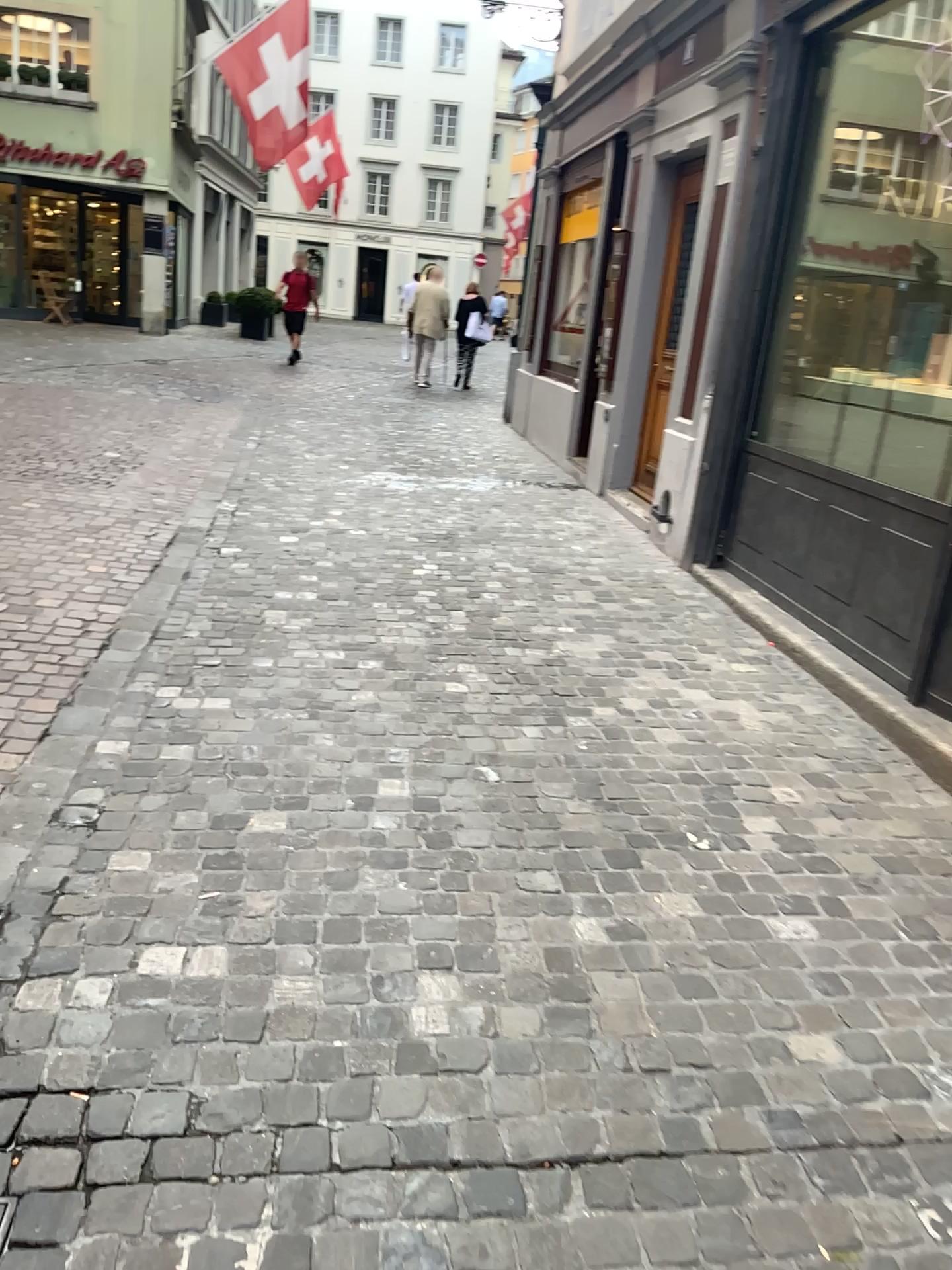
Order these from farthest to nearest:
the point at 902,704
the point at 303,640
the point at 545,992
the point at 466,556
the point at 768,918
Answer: the point at 466,556, the point at 303,640, the point at 902,704, the point at 768,918, the point at 545,992
